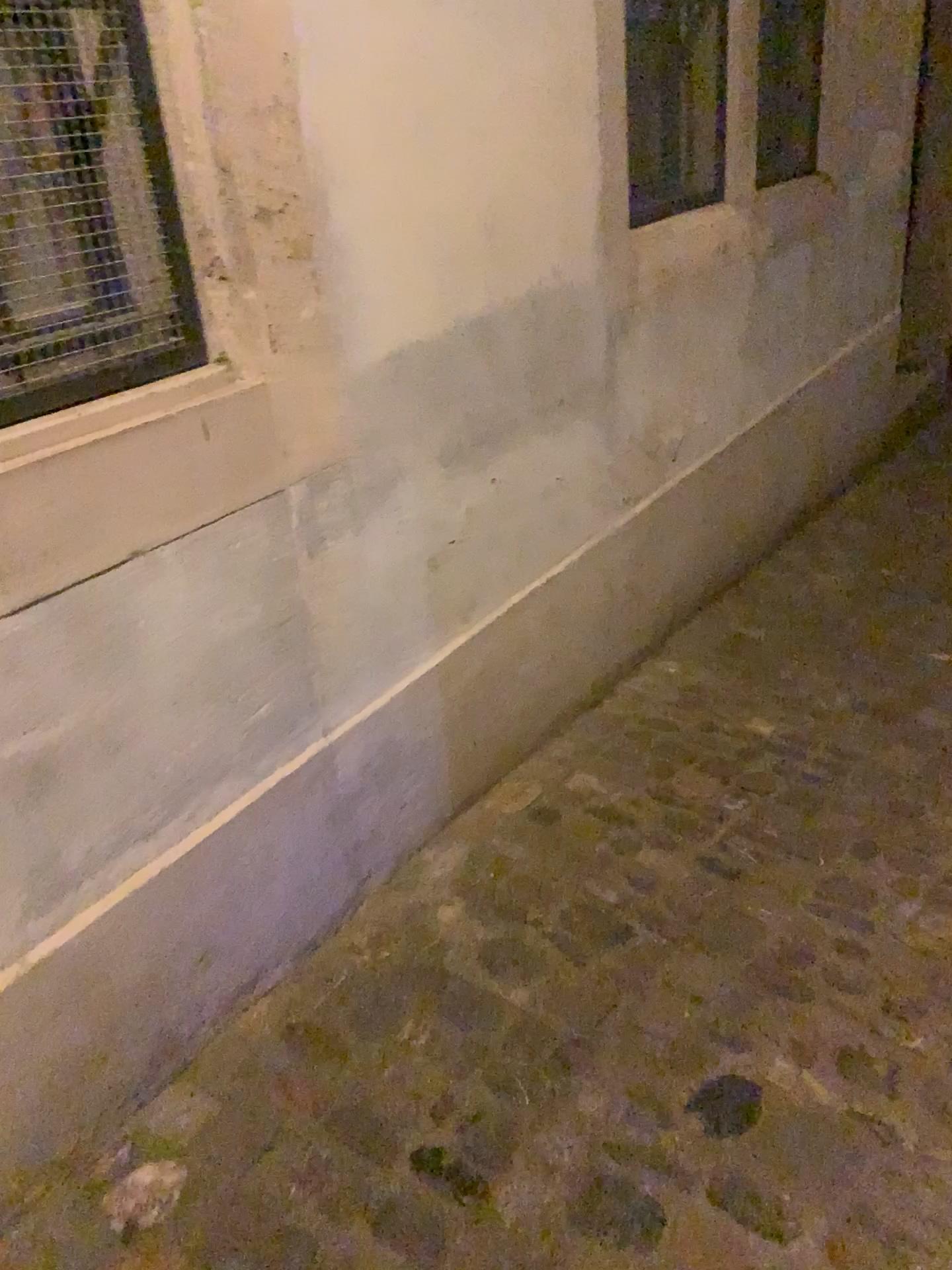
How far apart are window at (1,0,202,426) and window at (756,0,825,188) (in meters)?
2.17

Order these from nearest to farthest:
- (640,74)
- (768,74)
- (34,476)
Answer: (34,476), (640,74), (768,74)

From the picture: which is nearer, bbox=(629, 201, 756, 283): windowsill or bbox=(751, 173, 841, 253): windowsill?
bbox=(629, 201, 756, 283): windowsill

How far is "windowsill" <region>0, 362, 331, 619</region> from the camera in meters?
1.2

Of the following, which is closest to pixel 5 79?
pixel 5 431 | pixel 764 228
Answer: pixel 5 431

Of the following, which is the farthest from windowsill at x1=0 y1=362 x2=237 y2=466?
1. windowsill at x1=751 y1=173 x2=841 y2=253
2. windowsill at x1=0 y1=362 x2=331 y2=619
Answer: windowsill at x1=751 y1=173 x2=841 y2=253

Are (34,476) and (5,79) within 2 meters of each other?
yes

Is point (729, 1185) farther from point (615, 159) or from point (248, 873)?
point (615, 159)

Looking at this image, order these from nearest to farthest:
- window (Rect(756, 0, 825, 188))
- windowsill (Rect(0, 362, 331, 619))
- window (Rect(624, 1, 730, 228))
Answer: windowsill (Rect(0, 362, 331, 619)) < window (Rect(624, 1, 730, 228)) < window (Rect(756, 0, 825, 188))

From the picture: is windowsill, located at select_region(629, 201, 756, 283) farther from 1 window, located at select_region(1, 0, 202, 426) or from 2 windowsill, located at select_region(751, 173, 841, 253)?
1 window, located at select_region(1, 0, 202, 426)
